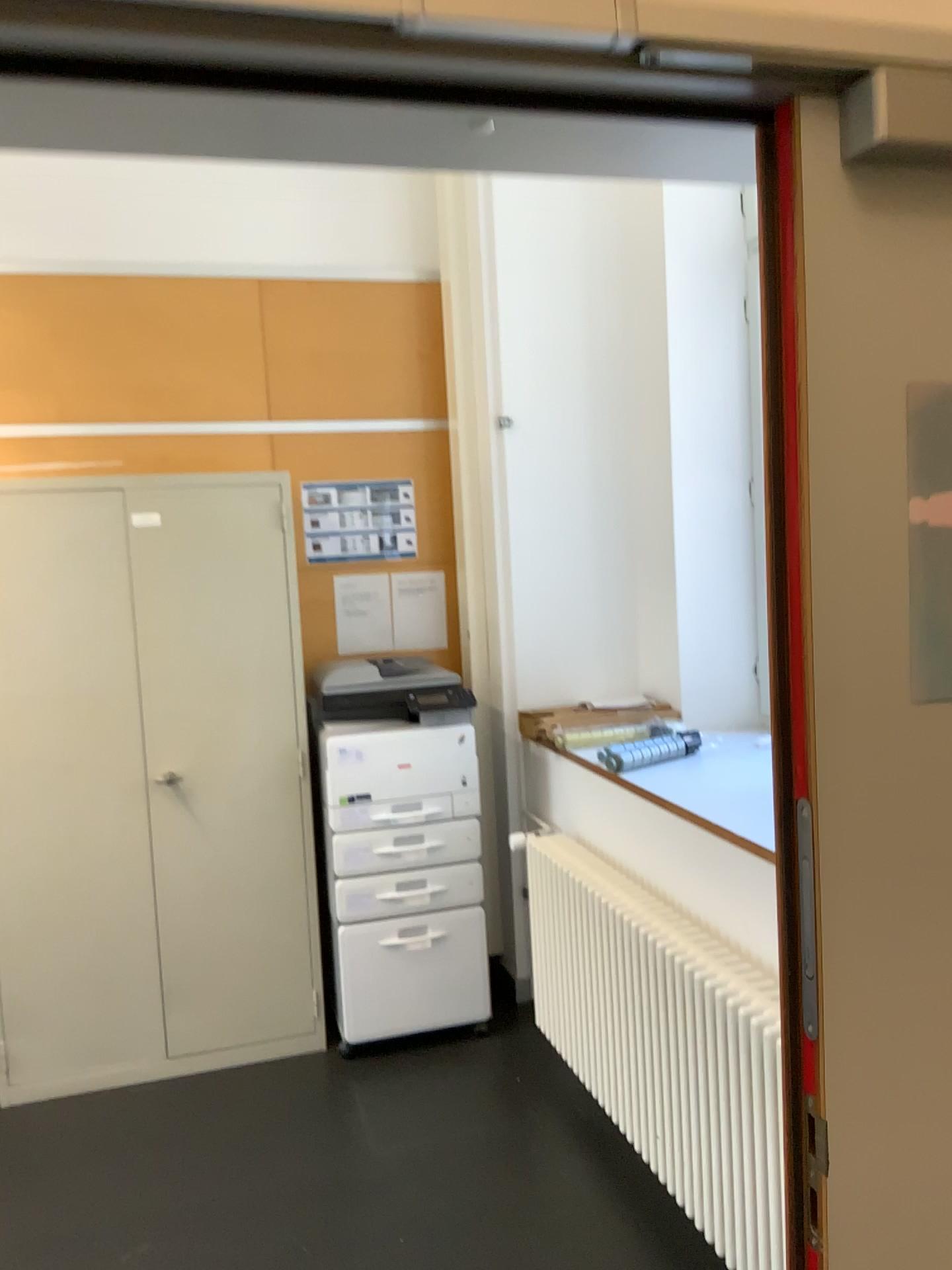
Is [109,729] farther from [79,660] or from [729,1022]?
[729,1022]

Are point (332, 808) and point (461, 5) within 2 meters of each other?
no

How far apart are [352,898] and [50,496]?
1.5m

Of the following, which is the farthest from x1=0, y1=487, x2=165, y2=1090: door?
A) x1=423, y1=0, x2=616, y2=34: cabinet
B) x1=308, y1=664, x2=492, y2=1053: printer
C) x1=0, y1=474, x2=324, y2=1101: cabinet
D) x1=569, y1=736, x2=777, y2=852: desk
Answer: x1=423, y1=0, x2=616, y2=34: cabinet

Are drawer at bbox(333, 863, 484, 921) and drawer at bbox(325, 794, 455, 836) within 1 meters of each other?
yes

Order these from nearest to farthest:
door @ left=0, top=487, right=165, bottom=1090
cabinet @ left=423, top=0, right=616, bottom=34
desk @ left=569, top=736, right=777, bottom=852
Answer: cabinet @ left=423, top=0, right=616, bottom=34, desk @ left=569, top=736, right=777, bottom=852, door @ left=0, top=487, right=165, bottom=1090

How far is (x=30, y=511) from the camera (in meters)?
3.21

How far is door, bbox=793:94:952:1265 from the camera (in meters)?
0.96

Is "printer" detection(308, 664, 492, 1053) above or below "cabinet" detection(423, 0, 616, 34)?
below

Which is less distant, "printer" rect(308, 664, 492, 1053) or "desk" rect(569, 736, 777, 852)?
"desk" rect(569, 736, 777, 852)
